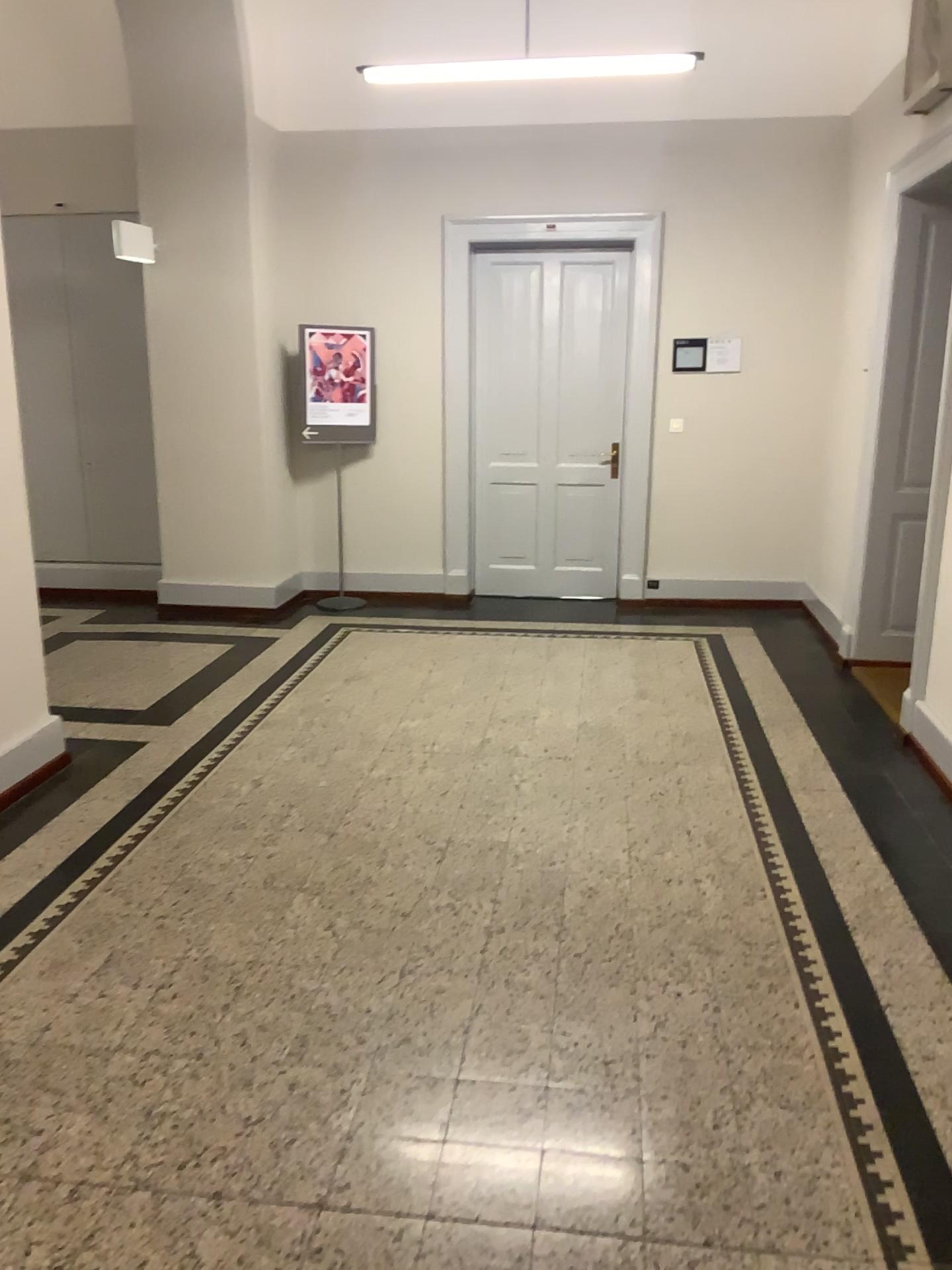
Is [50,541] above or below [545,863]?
above

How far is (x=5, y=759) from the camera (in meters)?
3.84

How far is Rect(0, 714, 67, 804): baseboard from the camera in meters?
3.8 m
